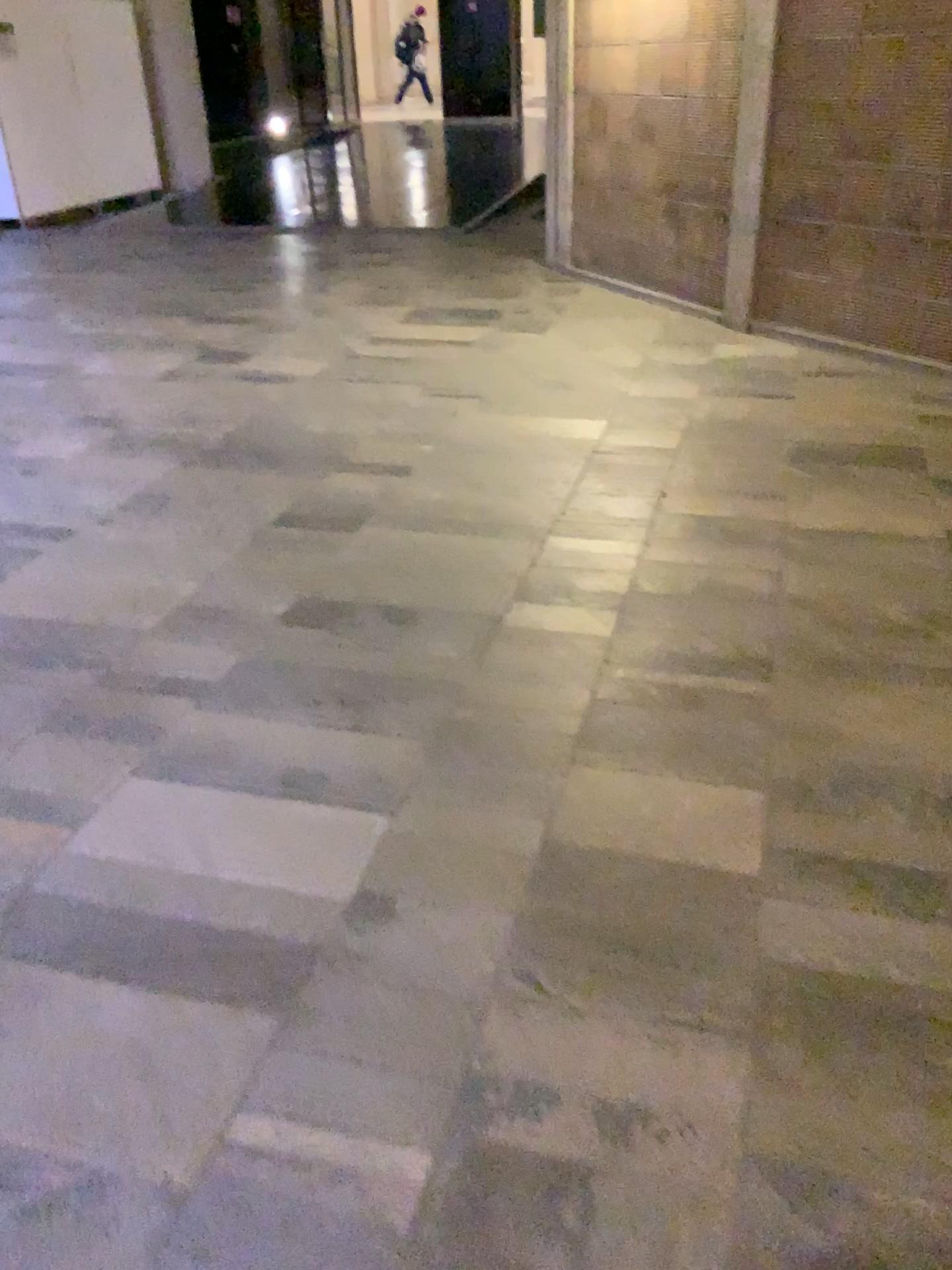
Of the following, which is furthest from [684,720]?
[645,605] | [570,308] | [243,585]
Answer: [570,308]
